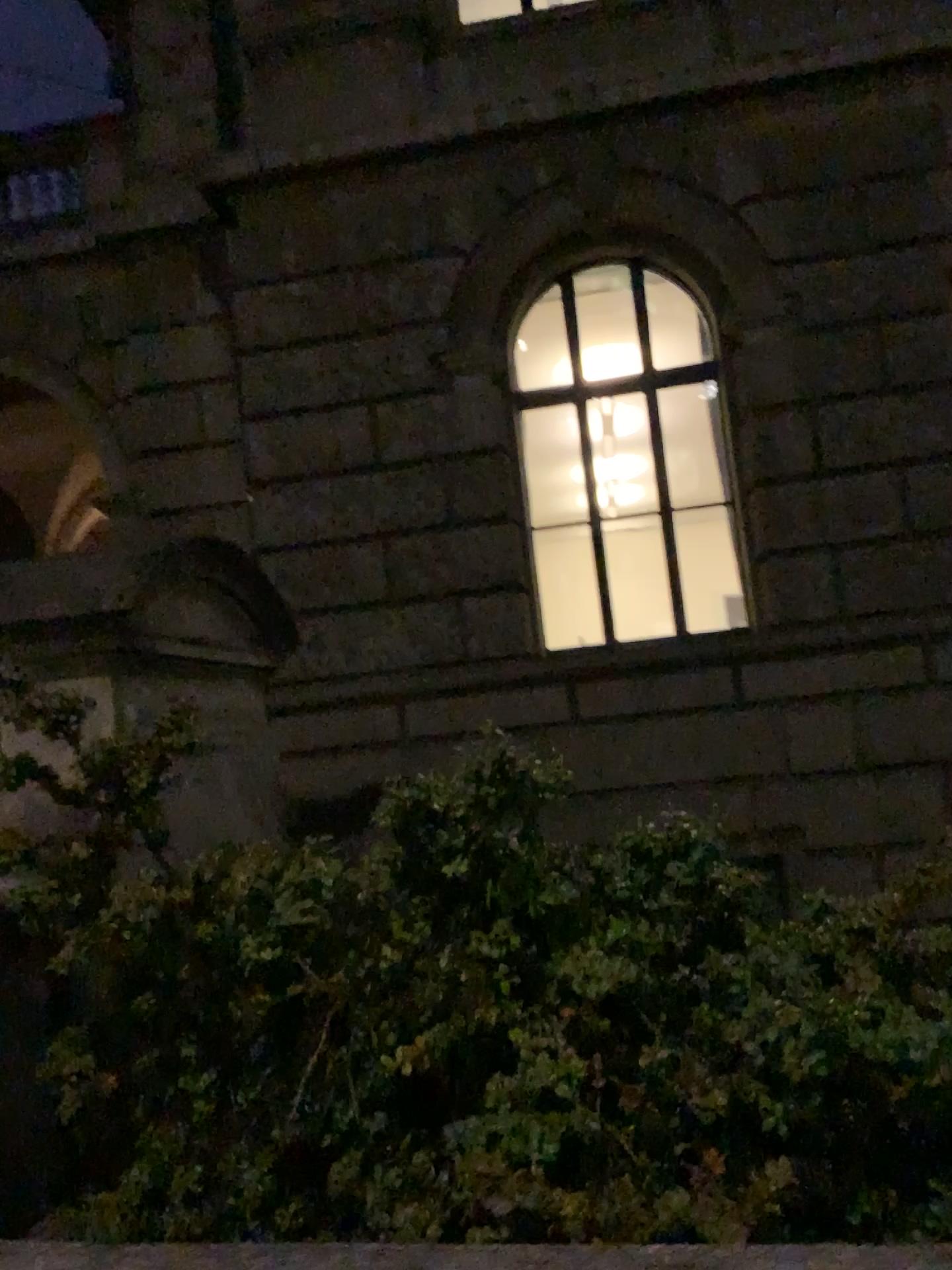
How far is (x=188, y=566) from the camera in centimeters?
427cm
